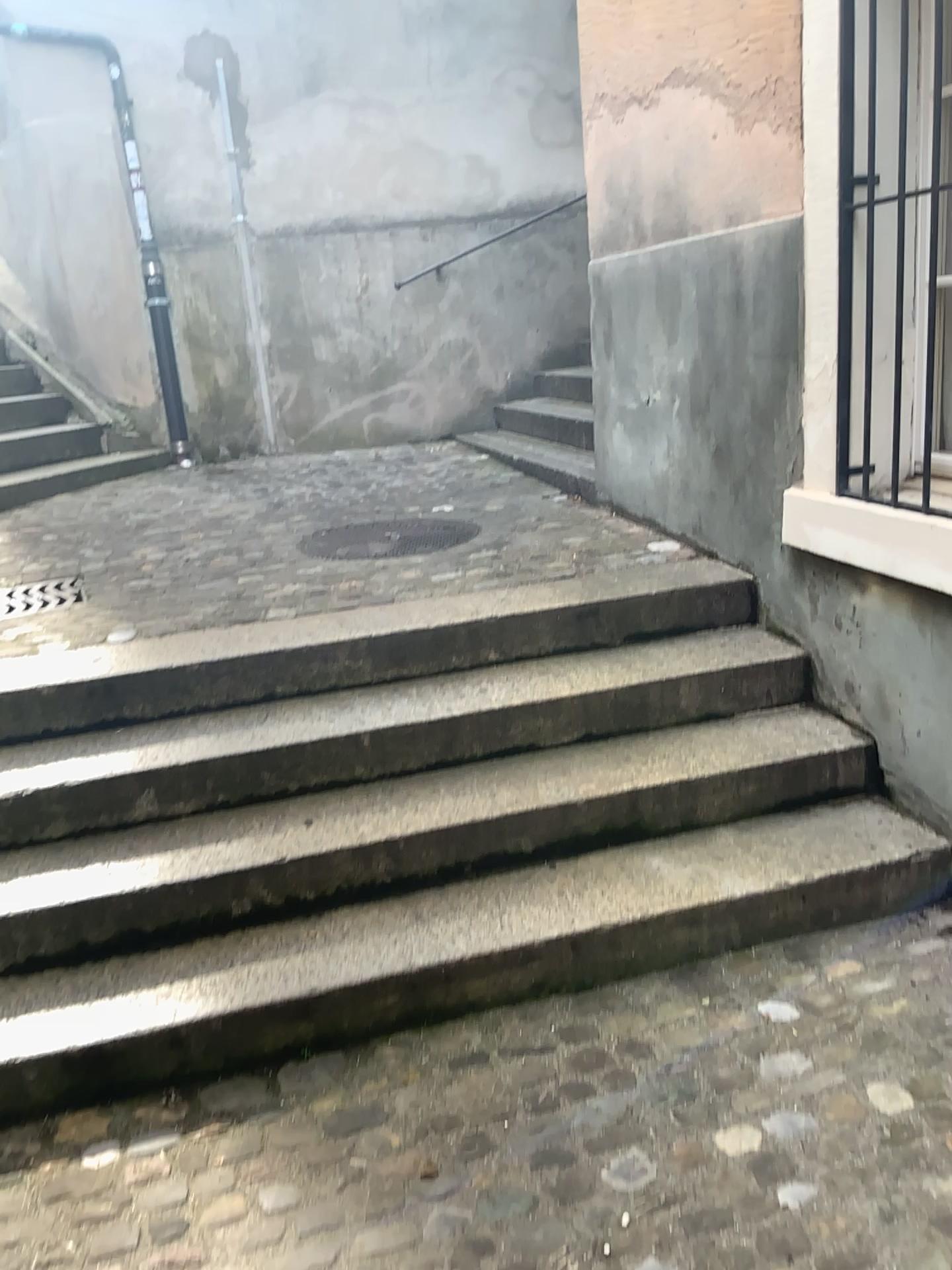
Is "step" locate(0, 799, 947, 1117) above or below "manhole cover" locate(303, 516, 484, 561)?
below

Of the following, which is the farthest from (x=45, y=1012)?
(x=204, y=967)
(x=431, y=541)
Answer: (x=431, y=541)

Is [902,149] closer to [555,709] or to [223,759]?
[555,709]

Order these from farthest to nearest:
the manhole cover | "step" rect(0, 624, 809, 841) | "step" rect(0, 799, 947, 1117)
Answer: the manhole cover → "step" rect(0, 624, 809, 841) → "step" rect(0, 799, 947, 1117)

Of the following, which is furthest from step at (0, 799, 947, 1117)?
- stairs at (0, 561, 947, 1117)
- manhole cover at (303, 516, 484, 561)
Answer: manhole cover at (303, 516, 484, 561)

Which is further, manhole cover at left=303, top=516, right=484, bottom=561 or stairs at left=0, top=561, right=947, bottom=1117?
manhole cover at left=303, top=516, right=484, bottom=561

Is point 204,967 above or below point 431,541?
below

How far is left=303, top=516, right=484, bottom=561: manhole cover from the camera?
3.80m

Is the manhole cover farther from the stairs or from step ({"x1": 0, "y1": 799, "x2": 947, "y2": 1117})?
step ({"x1": 0, "y1": 799, "x2": 947, "y2": 1117})

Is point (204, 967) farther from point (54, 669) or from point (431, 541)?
point (431, 541)
